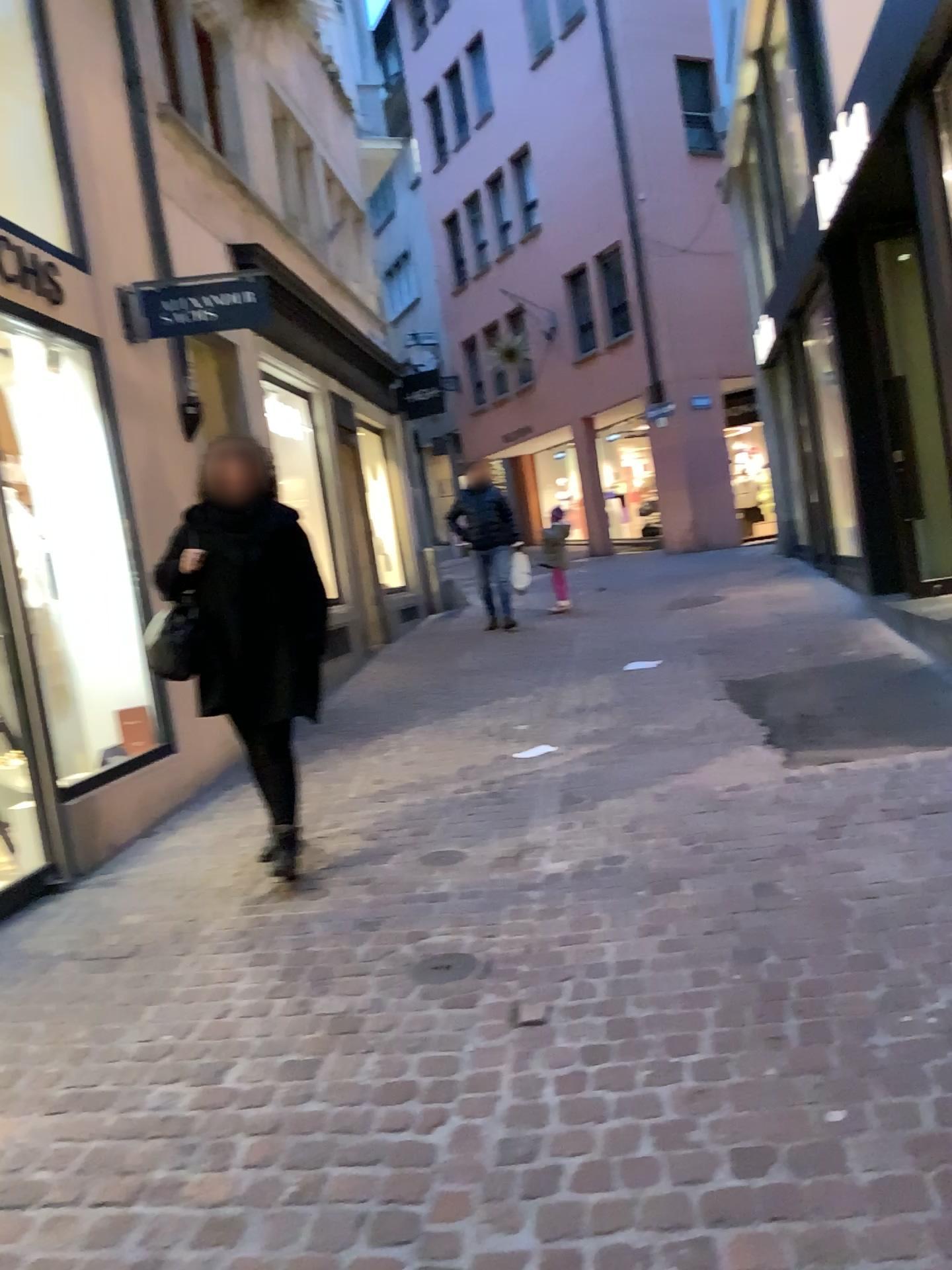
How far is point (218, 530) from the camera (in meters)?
4.07

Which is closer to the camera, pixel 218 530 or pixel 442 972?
pixel 442 972

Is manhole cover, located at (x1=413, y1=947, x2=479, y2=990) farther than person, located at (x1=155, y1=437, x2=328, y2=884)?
No

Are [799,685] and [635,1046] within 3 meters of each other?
no

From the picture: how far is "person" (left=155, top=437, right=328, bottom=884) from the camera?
4.1 meters

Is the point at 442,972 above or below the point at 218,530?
below

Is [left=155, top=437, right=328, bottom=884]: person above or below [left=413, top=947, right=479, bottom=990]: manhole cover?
above
